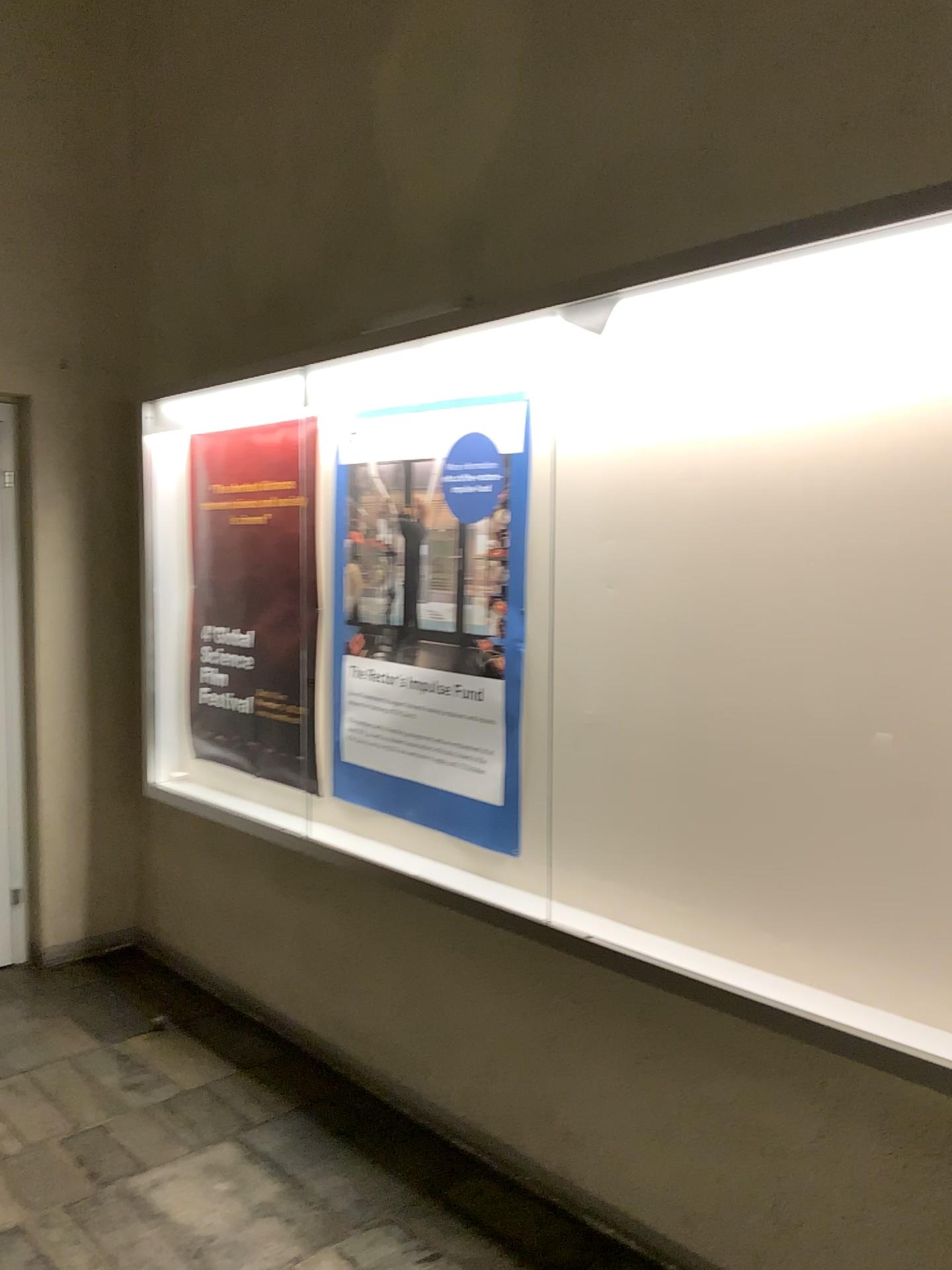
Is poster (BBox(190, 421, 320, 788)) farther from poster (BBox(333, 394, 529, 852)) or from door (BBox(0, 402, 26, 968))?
door (BBox(0, 402, 26, 968))

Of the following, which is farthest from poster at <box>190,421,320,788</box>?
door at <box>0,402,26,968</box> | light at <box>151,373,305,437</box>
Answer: door at <box>0,402,26,968</box>

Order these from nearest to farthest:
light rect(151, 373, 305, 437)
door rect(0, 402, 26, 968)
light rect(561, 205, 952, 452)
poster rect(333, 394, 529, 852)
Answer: light rect(561, 205, 952, 452)
poster rect(333, 394, 529, 852)
light rect(151, 373, 305, 437)
door rect(0, 402, 26, 968)

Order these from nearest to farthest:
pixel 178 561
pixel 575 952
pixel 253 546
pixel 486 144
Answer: pixel 575 952 → pixel 486 144 → pixel 253 546 → pixel 178 561

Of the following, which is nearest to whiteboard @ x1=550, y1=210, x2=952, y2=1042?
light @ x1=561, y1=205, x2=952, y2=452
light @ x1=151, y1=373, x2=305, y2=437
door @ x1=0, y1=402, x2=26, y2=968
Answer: light @ x1=561, y1=205, x2=952, y2=452

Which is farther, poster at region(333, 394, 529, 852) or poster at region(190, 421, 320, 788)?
poster at region(190, 421, 320, 788)

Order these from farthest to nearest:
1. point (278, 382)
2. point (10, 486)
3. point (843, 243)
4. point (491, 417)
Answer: point (10, 486), point (278, 382), point (491, 417), point (843, 243)

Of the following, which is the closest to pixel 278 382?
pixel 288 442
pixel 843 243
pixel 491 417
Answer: pixel 288 442

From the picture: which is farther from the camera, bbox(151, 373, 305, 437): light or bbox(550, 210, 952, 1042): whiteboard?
bbox(151, 373, 305, 437): light

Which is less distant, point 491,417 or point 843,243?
point 843,243
